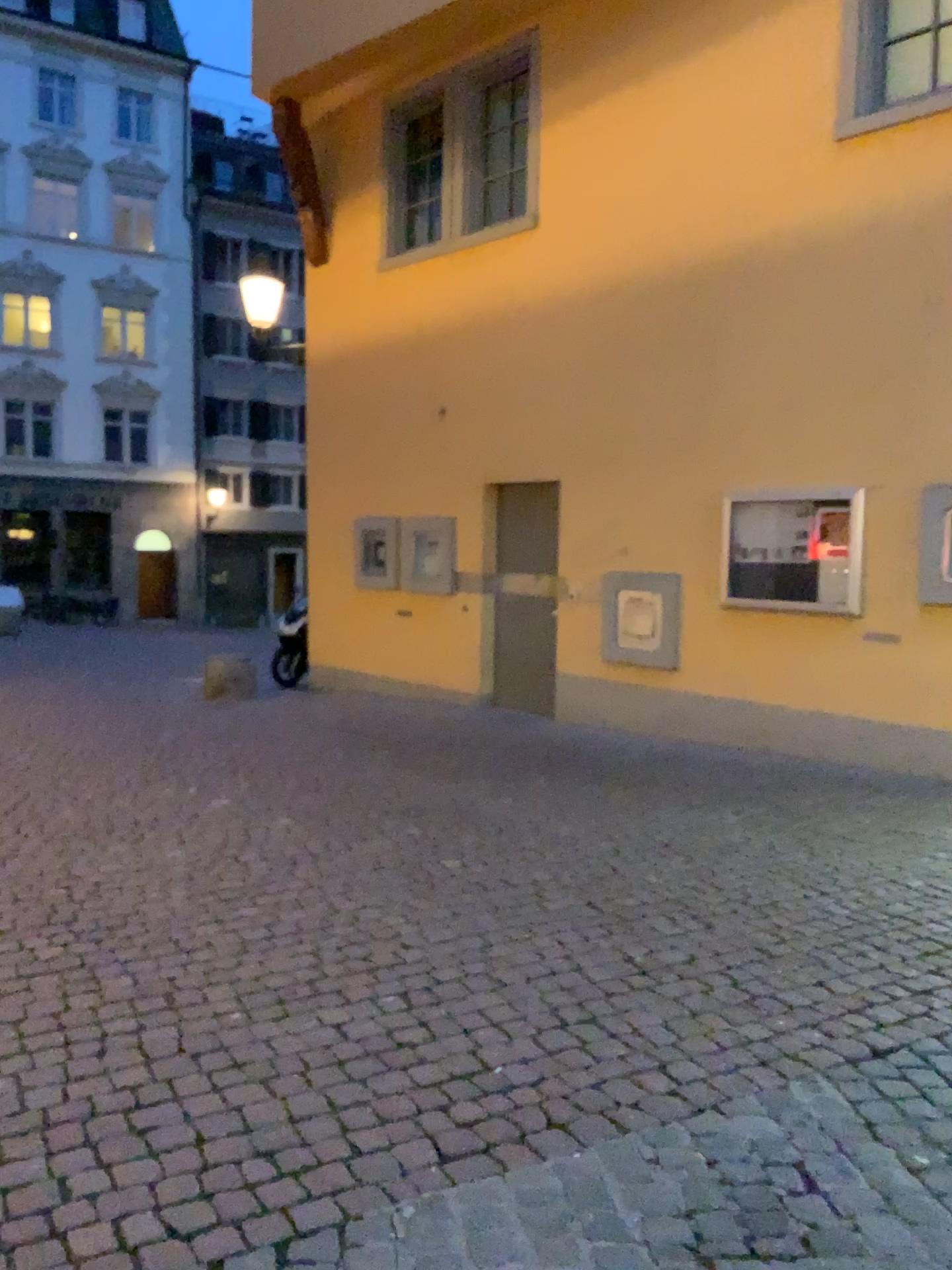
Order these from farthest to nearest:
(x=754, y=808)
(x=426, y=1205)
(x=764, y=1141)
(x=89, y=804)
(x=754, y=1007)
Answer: (x=754, y=808) → (x=89, y=804) → (x=754, y=1007) → (x=764, y=1141) → (x=426, y=1205)
